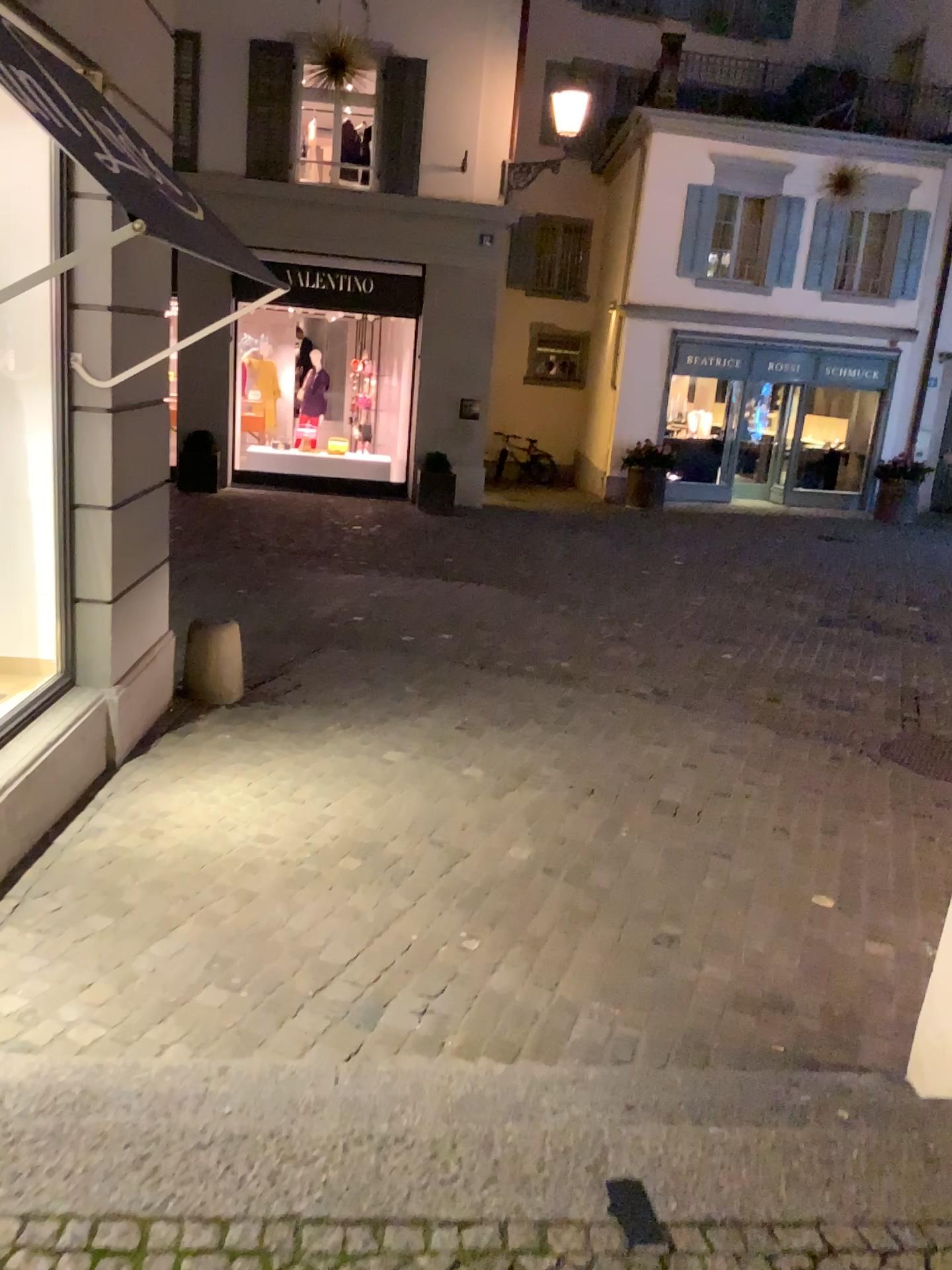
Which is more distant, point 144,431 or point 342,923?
point 144,431
